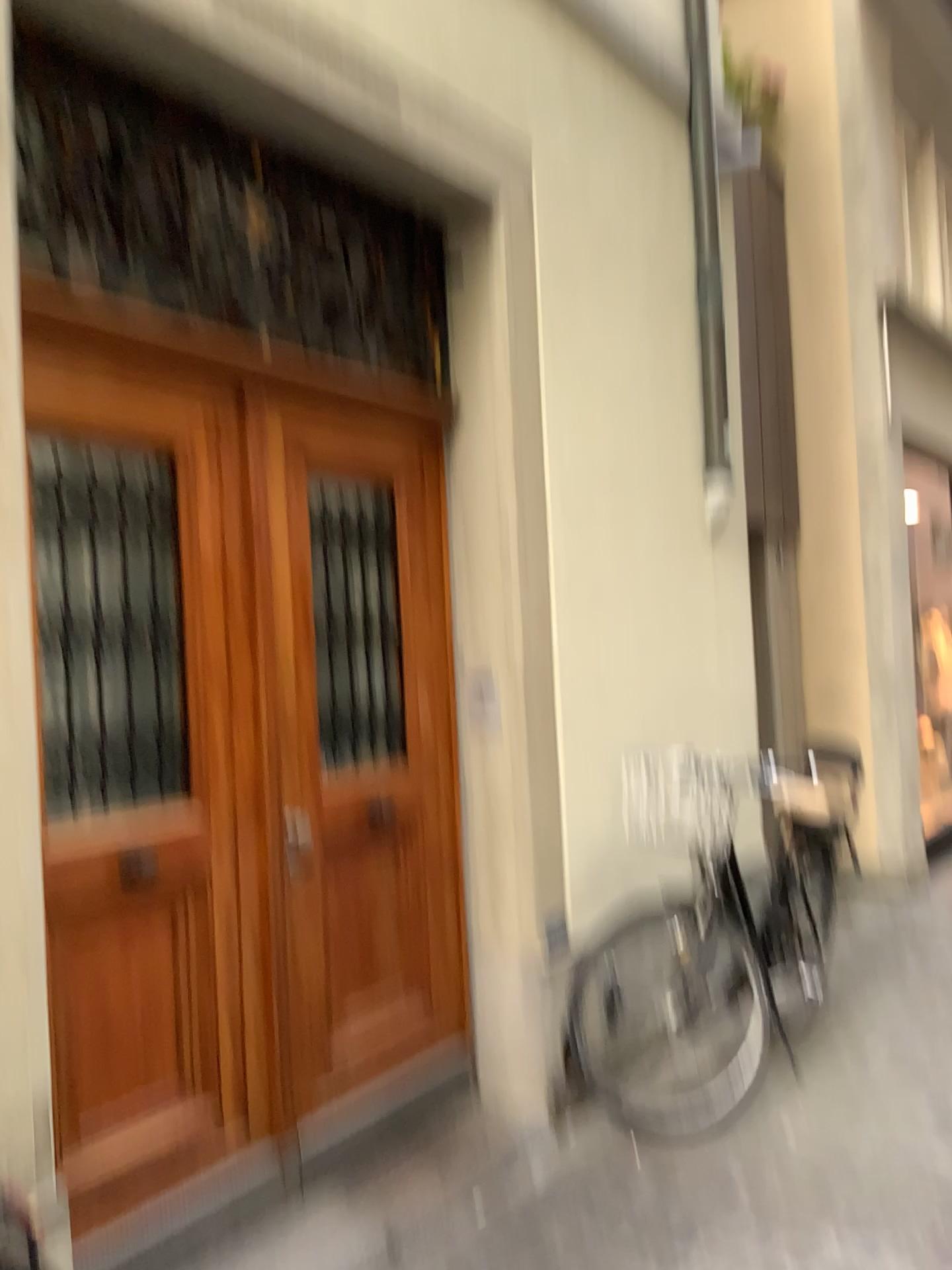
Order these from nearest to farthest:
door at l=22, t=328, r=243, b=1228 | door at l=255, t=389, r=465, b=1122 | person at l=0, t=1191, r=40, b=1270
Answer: person at l=0, t=1191, r=40, b=1270
door at l=22, t=328, r=243, b=1228
door at l=255, t=389, r=465, b=1122

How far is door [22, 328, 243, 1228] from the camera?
2.3 meters

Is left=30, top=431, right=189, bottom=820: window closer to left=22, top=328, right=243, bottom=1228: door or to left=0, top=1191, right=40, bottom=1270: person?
left=22, top=328, right=243, bottom=1228: door

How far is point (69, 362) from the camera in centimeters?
231cm

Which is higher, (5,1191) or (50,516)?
(50,516)

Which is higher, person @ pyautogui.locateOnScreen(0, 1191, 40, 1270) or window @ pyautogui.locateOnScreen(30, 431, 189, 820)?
window @ pyautogui.locateOnScreen(30, 431, 189, 820)

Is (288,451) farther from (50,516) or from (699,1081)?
(699,1081)

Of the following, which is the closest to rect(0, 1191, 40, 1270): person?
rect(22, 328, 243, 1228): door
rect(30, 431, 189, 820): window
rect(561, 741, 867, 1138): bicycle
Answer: rect(22, 328, 243, 1228): door

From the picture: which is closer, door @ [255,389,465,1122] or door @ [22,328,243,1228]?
door @ [22,328,243,1228]

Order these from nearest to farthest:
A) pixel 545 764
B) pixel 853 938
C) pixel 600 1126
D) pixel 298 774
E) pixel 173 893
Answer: pixel 173 893
pixel 298 774
pixel 600 1126
pixel 545 764
pixel 853 938
